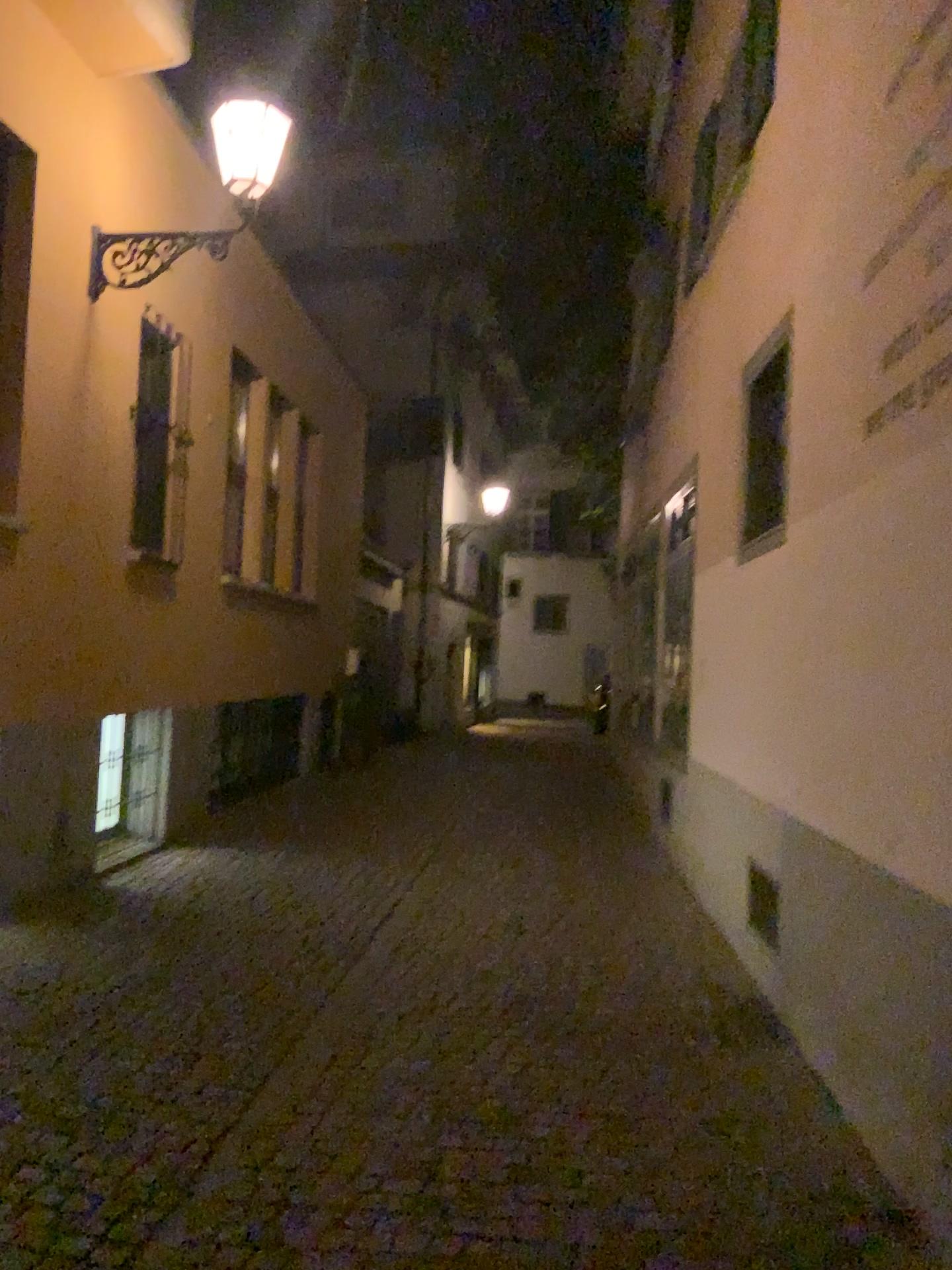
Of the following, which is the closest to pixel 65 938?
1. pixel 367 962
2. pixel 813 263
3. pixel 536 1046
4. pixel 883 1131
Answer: pixel 367 962
